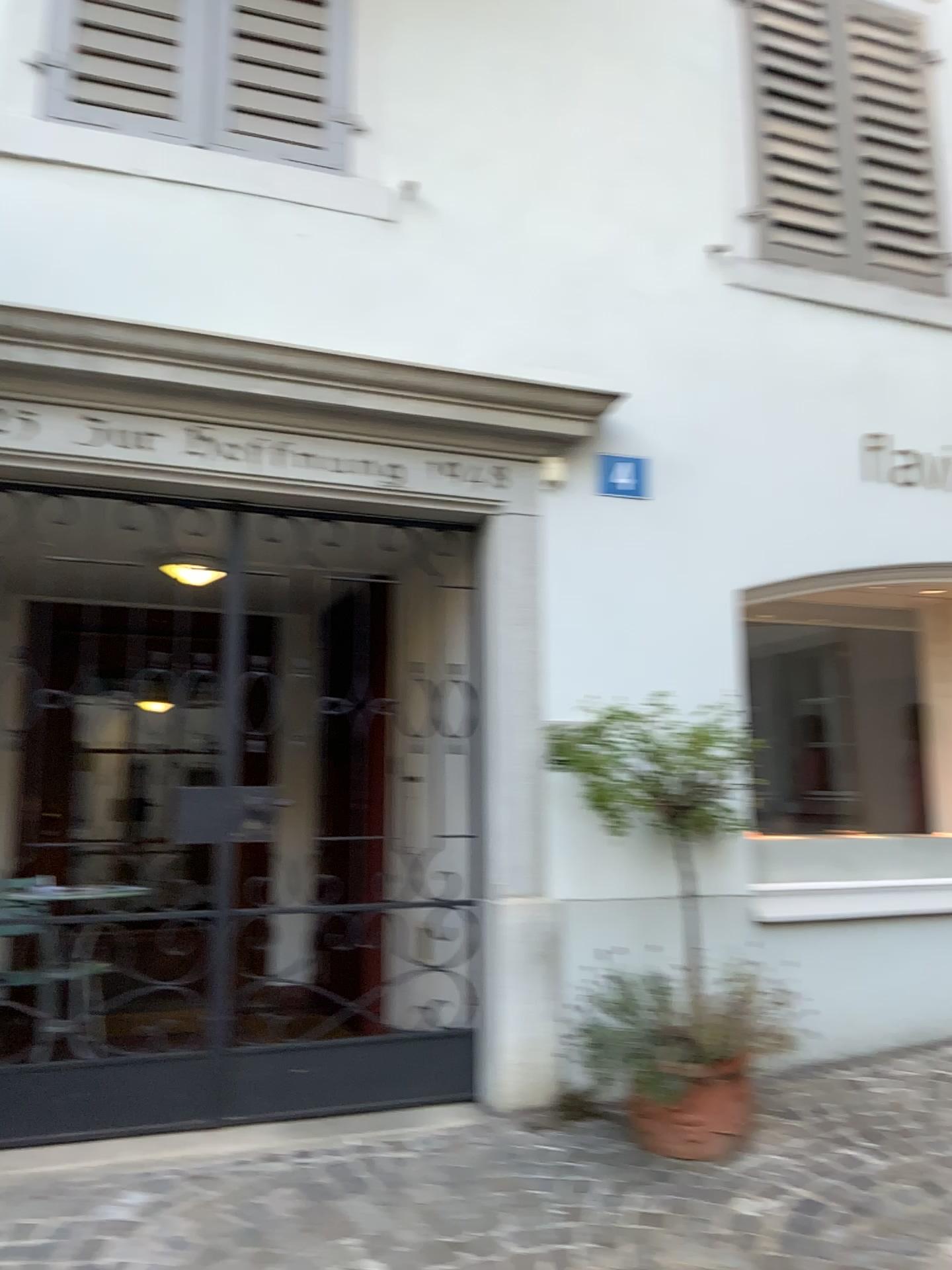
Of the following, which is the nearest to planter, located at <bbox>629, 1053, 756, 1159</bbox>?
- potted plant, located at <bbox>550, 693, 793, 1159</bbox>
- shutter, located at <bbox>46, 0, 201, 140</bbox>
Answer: potted plant, located at <bbox>550, 693, 793, 1159</bbox>

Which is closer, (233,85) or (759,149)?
(233,85)

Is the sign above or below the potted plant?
above

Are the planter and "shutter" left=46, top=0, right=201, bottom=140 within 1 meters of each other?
no

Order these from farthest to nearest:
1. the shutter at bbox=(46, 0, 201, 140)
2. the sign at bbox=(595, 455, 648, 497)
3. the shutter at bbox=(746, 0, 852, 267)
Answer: the shutter at bbox=(746, 0, 852, 267) → the sign at bbox=(595, 455, 648, 497) → the shutter at bbox=(46, 0, 201, 140)

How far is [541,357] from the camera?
3.77m

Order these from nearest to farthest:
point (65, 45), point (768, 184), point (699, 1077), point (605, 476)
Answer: point (699, 1077) → point (65, 45) → point (605, 476) → point (768, 184)

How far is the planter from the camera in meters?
3.0 m

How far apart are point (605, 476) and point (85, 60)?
2.2m

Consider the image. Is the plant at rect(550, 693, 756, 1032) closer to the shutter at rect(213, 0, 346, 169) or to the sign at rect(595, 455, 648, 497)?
the sign at rect(595, 455, 648, 497)
